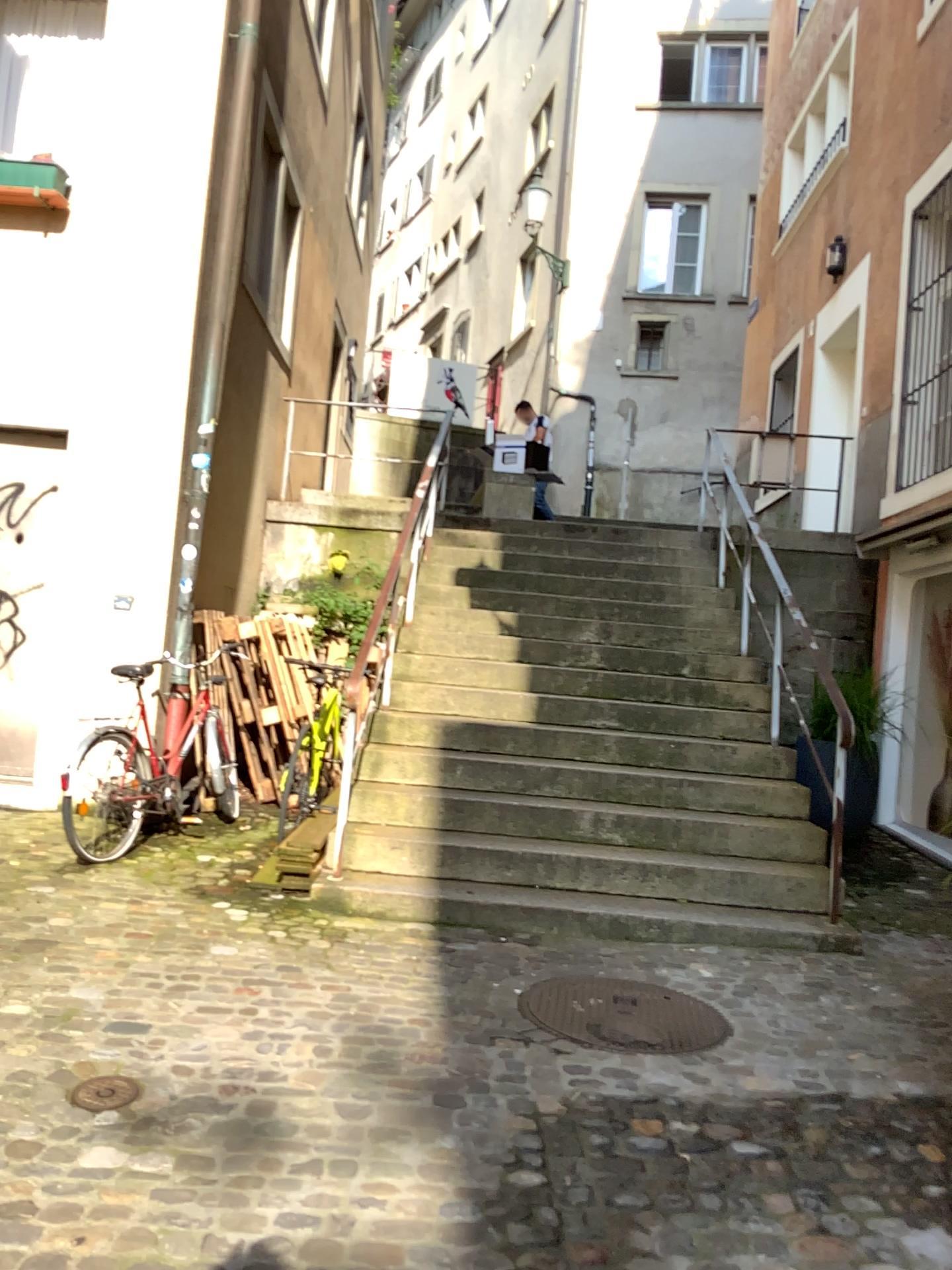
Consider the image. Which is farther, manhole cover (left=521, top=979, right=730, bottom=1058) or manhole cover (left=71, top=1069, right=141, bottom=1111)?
manhole cover (left=521, top=979, right=730, bottom=1058)

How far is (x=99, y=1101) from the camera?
2.69m

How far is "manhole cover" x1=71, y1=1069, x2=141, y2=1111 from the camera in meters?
2.7 m

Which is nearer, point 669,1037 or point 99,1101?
point 99,1101

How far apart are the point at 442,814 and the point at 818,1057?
2.5 meters
